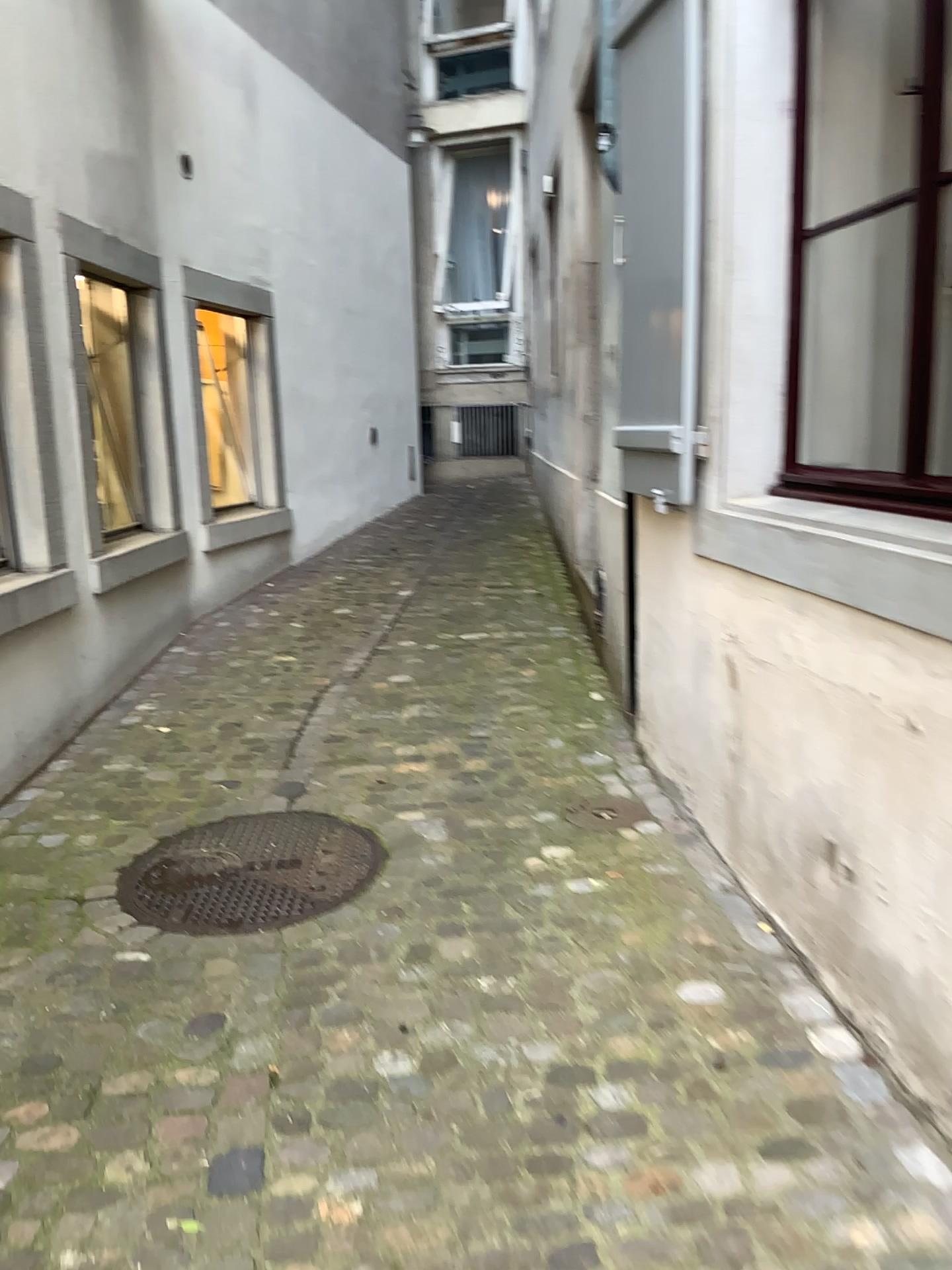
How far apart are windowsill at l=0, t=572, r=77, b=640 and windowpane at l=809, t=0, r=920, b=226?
2.69m

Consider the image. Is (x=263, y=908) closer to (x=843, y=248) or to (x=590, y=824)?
(x=590, y=824)

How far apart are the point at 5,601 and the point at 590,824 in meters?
2.0 m

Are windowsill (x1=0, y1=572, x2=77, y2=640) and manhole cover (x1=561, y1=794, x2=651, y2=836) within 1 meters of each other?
no

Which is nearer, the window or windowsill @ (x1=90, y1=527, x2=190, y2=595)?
the window

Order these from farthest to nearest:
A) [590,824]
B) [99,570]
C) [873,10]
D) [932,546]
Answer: [99,570] < [590,824] < [873,10] < [932,546]

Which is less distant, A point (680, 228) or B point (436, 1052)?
B point (436, 1052)

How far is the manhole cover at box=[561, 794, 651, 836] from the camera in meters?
3.2

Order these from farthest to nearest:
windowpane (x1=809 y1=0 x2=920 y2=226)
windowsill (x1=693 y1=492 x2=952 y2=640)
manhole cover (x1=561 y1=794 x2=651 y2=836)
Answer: manhole cover (x1=561 y1=794 x2=651 y2=836) < windowpane (x1=809 y1=0 x2=920 y2=226) < windowsill (x1=693 y1=492 x2=952 y2=640)

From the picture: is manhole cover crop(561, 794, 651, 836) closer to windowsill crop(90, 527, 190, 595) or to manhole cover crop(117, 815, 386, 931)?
manhole cover crop(117, 815, 386, 931)
